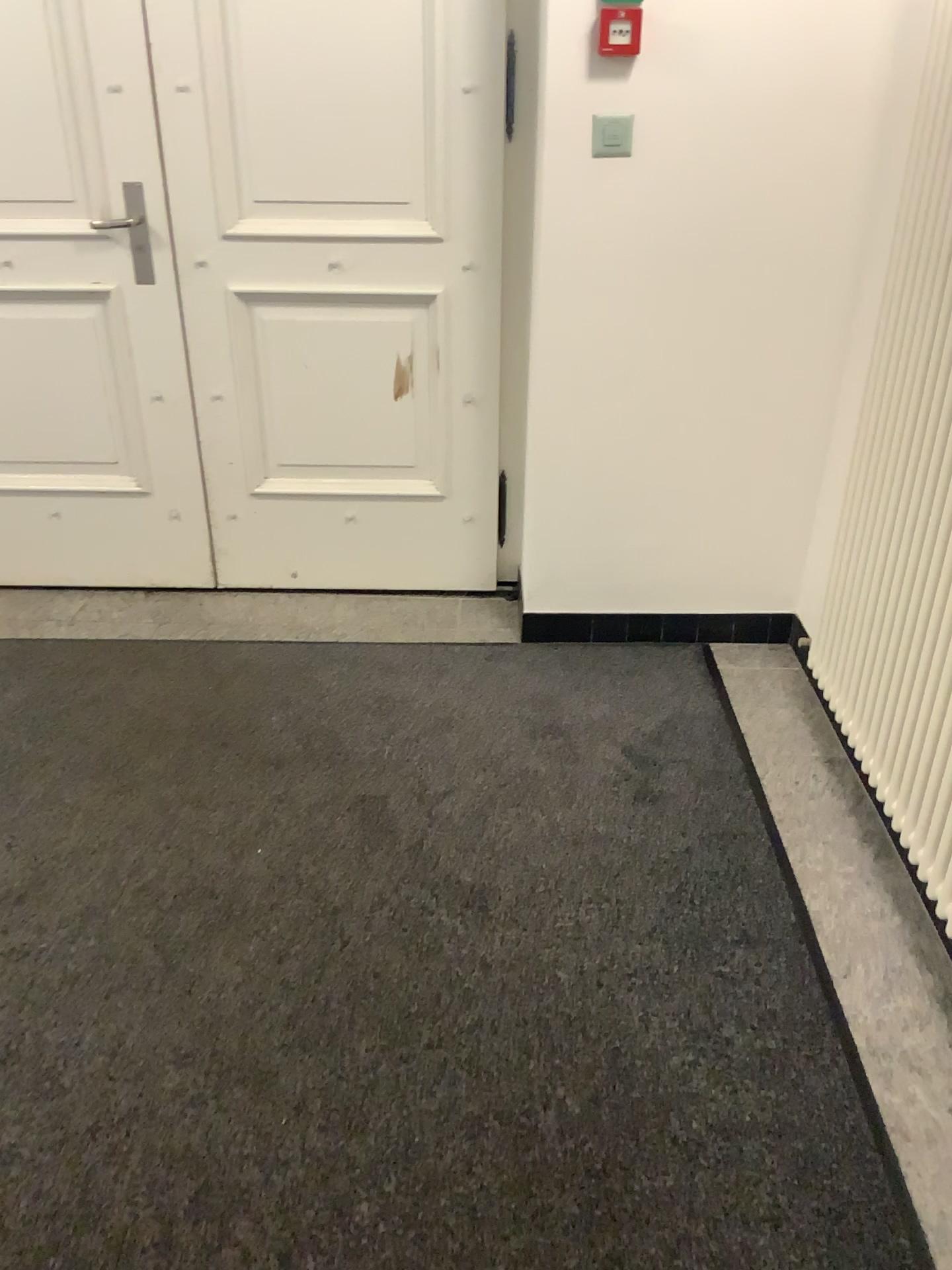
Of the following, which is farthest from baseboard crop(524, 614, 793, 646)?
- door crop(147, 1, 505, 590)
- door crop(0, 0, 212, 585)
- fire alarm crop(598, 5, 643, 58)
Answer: fire alarm crop(598, 5, 643, 58)

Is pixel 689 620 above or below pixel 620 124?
below

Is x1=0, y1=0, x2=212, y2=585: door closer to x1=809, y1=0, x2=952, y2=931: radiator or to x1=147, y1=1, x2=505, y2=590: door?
x1=147, y1=1, x2=505, y2=590: door

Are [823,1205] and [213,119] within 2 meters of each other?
no

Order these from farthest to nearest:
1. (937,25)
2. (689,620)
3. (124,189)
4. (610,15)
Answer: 1. (689,620)
2. (124,189)
3. (610,15)
4. (937,25)

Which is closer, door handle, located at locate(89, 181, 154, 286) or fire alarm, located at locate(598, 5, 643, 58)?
fire alarm, located at locate(598, 5, 643, 58)

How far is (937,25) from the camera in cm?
185

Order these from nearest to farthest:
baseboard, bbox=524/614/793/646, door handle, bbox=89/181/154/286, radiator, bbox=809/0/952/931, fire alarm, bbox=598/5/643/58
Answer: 1. radiator, bbox=809/0/952/931
2. fire alarm, bbox=598/5/643/58
3. door handle, bbox=89/181/154/286
4. baseboard, bbox=524/614/793/646

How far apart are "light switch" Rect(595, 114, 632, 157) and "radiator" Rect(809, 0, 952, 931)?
0.65m

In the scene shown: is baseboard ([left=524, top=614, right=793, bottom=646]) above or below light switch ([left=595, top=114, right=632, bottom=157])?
below
